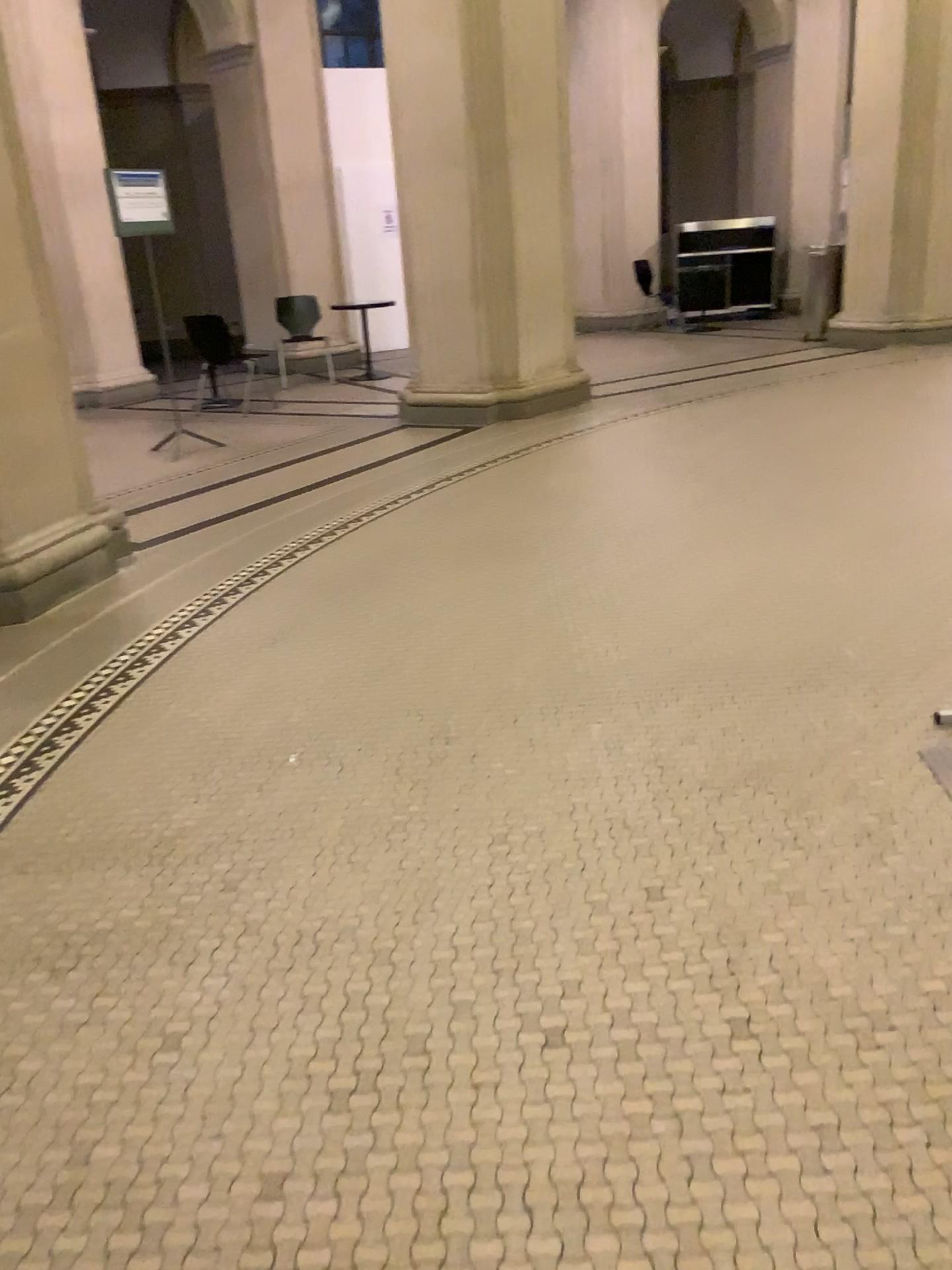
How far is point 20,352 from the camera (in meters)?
4.13

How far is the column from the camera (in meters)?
4.13

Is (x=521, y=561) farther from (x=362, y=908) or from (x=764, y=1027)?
(x=764, y=1027)
